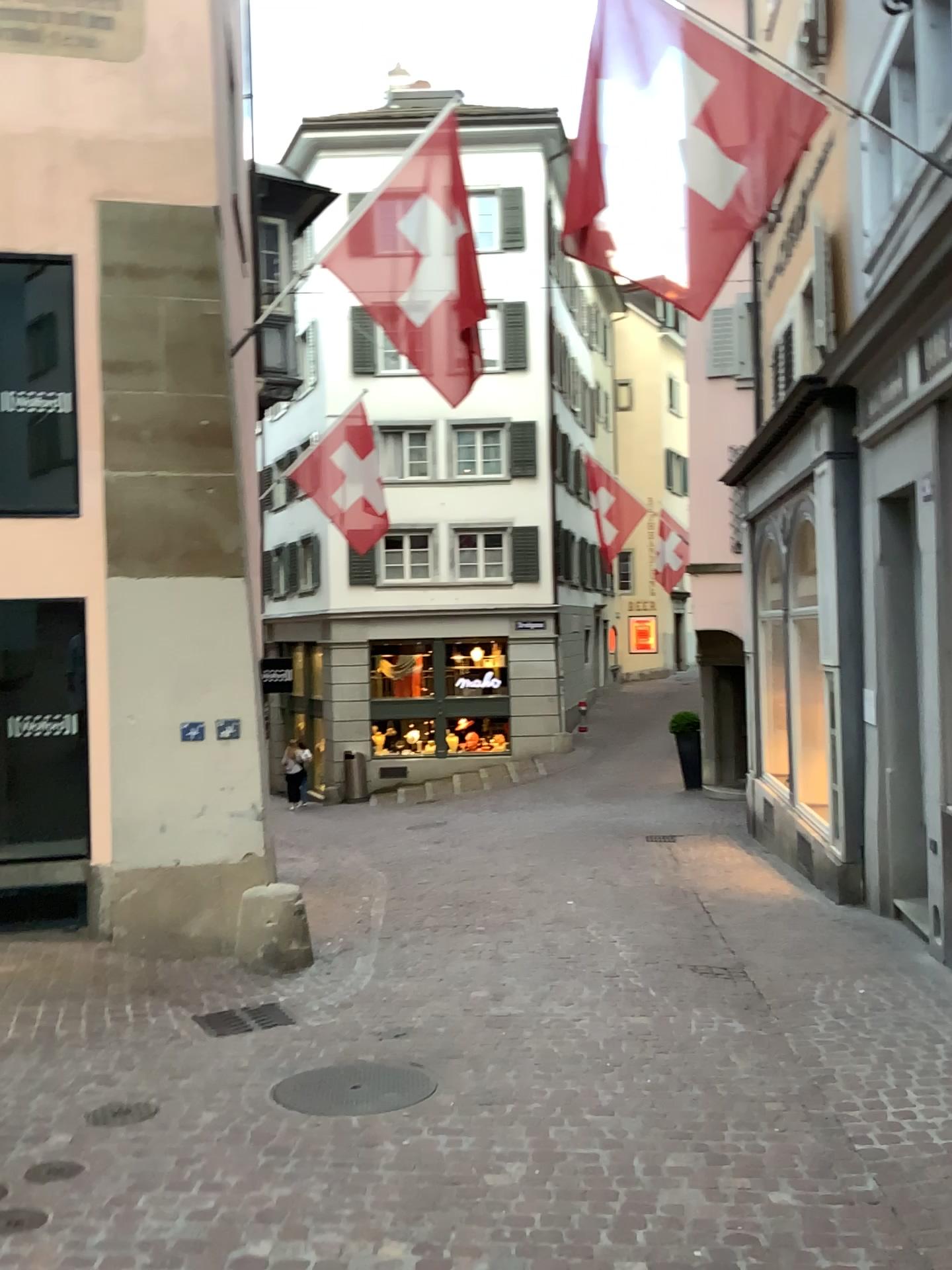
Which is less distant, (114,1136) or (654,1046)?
(114,1136)
